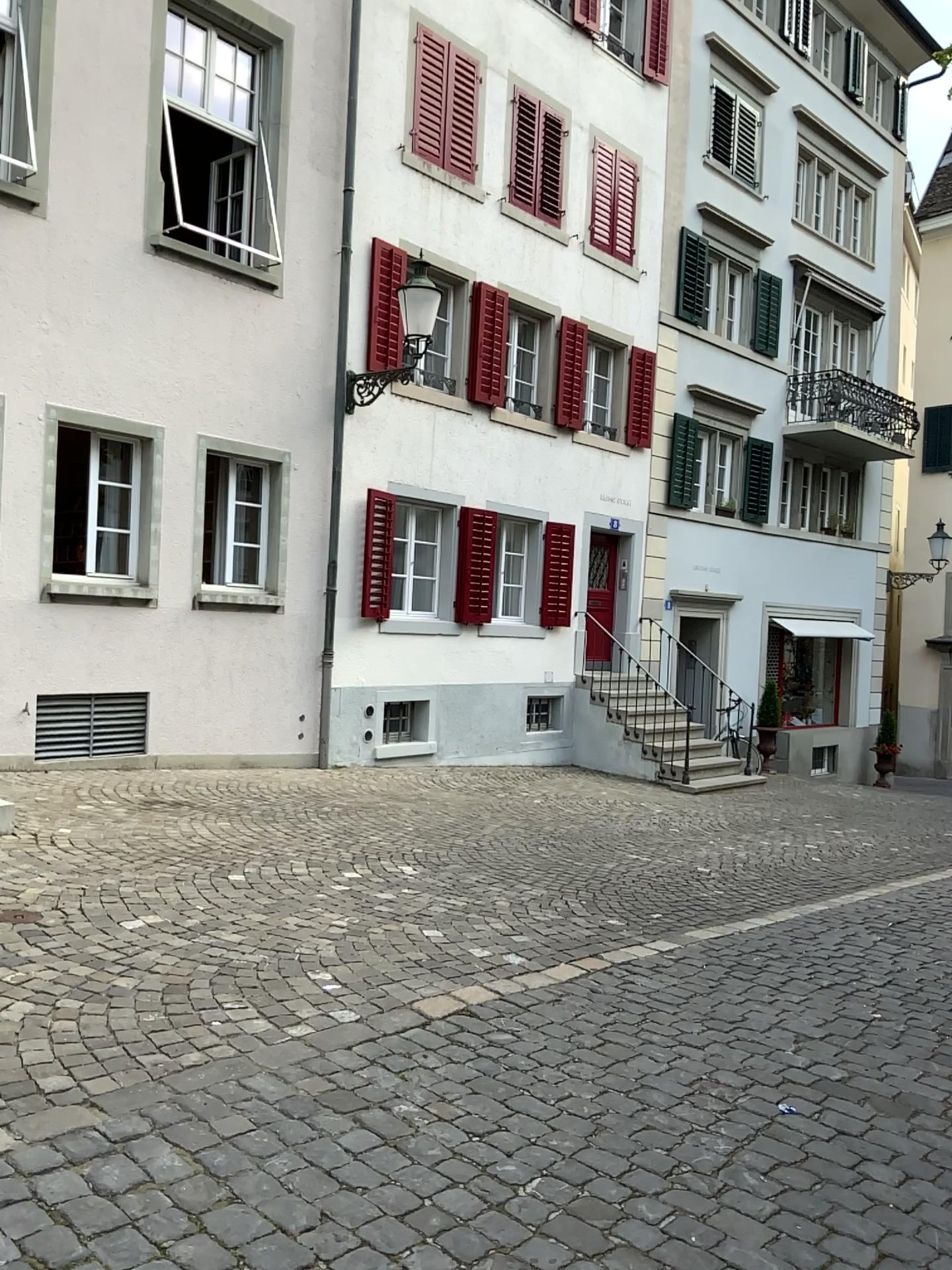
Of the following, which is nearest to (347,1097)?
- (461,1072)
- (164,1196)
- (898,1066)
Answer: (461,1072)
